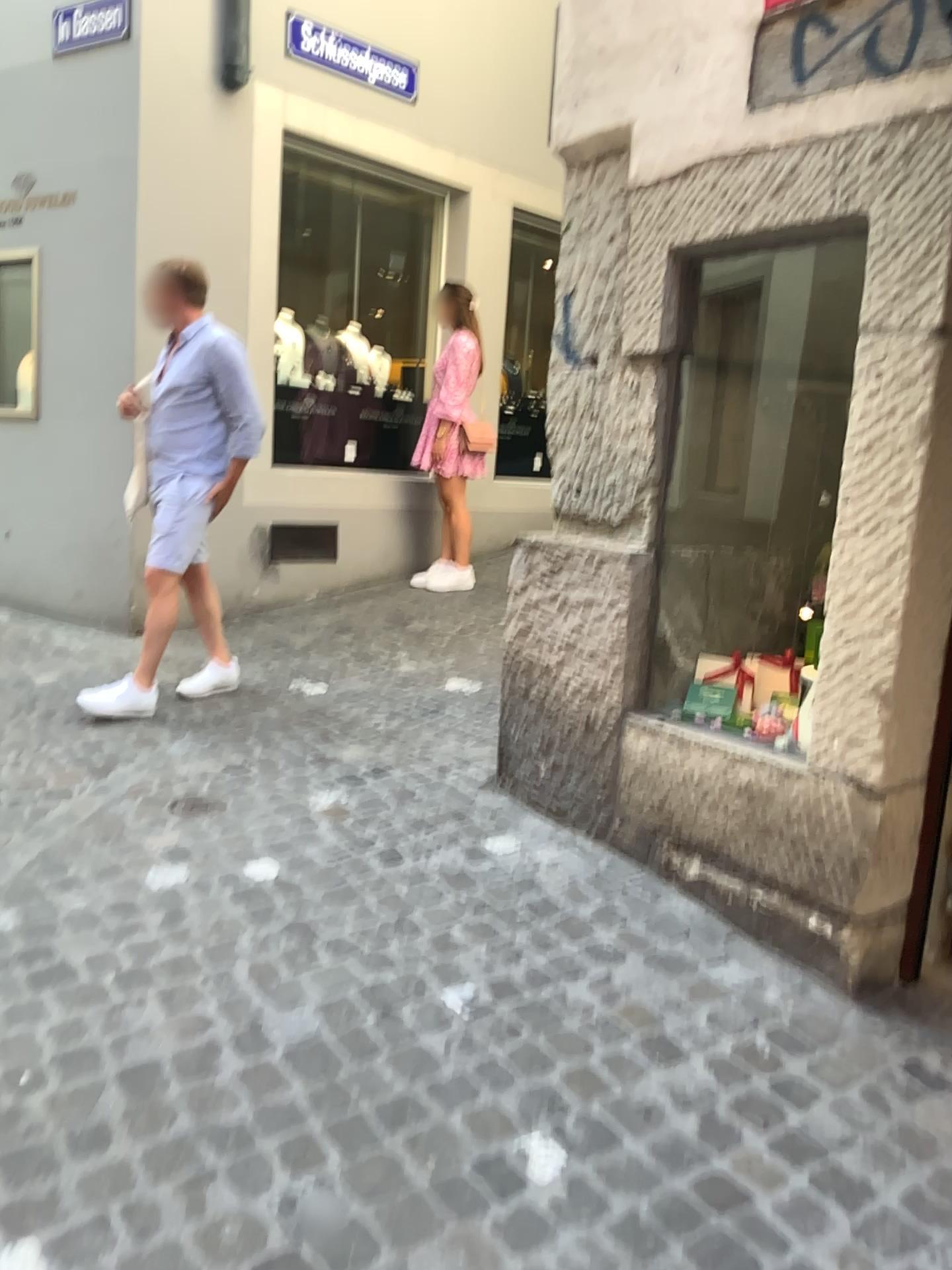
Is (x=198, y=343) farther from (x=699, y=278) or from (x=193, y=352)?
(x=699, y=278)

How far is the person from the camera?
3.99m

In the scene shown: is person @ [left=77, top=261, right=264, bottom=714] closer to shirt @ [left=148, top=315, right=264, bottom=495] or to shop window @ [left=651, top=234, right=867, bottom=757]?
shirt @ [left=148, top=315, right=264, bottom=495]

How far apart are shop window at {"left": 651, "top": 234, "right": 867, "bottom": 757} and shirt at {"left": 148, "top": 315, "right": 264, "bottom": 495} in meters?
1.8

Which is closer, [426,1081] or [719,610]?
[426,1081]

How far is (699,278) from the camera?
2.9m

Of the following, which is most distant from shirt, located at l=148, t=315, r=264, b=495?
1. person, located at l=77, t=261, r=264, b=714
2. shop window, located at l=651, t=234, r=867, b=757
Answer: shop window, located at l=651, t=234, r=867, b=757

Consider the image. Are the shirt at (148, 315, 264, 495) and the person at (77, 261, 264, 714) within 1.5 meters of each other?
yes

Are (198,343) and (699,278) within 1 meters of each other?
no

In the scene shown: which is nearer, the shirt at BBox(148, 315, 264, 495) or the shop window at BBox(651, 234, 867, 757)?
the shop window at BBox(651, 234, 867, 757)
